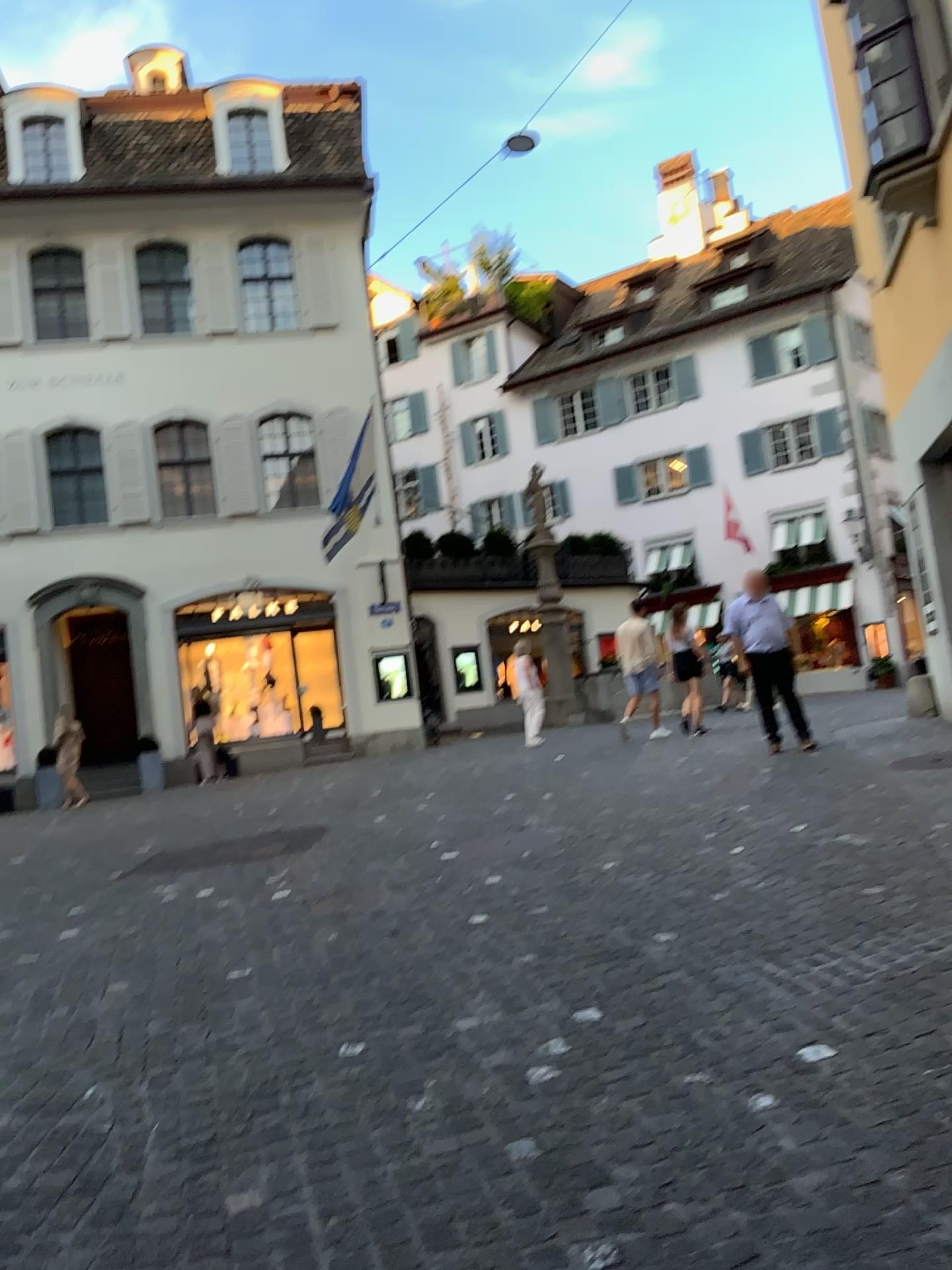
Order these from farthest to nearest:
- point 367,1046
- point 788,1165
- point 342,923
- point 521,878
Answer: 1. point 521,878
2. point 342,923
3. point 367,1046
4. point 788,1165
